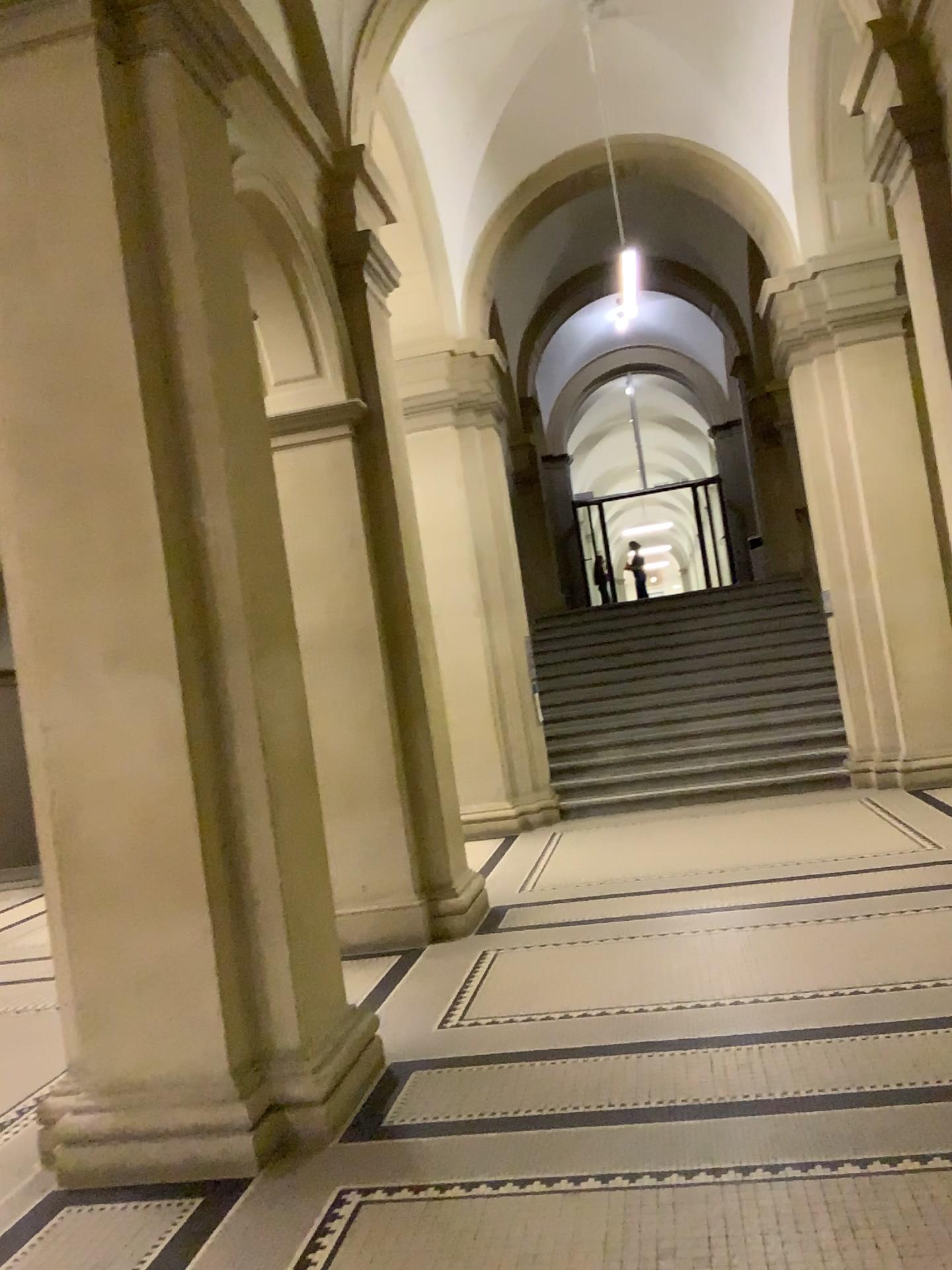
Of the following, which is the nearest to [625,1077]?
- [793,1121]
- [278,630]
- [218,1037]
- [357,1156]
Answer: [793,1121]

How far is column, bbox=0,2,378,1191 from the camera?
3.6 meters

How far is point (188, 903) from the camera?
3.6 meters
